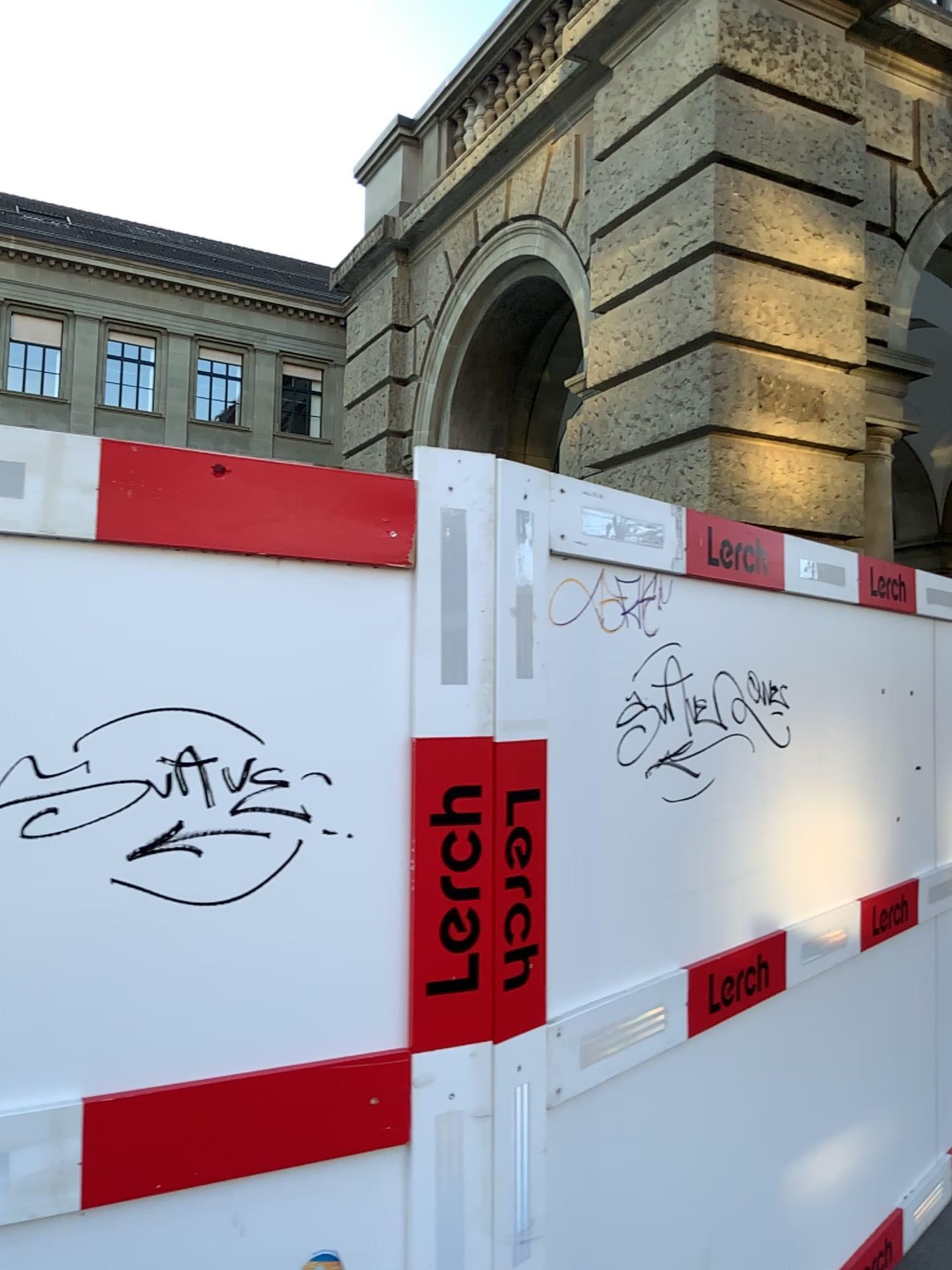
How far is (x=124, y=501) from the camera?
1.5 meters

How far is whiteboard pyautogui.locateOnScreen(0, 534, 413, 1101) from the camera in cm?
148

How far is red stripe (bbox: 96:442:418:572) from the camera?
1.52m

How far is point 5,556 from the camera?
1.5m

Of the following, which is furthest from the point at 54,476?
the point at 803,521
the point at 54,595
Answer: the point at 803,521
